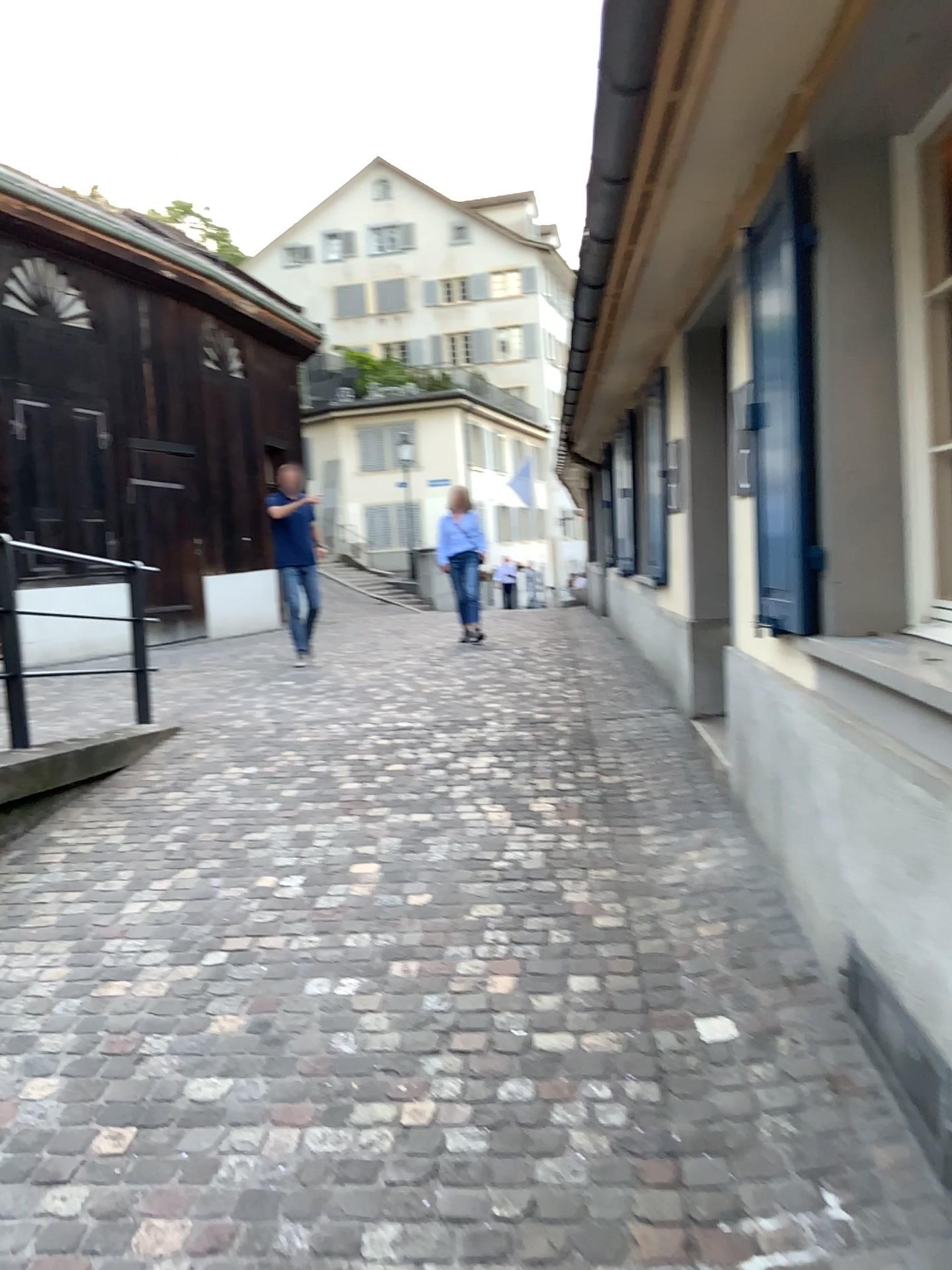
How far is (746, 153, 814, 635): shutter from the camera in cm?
272

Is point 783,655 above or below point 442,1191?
above

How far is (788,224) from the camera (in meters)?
2.72
